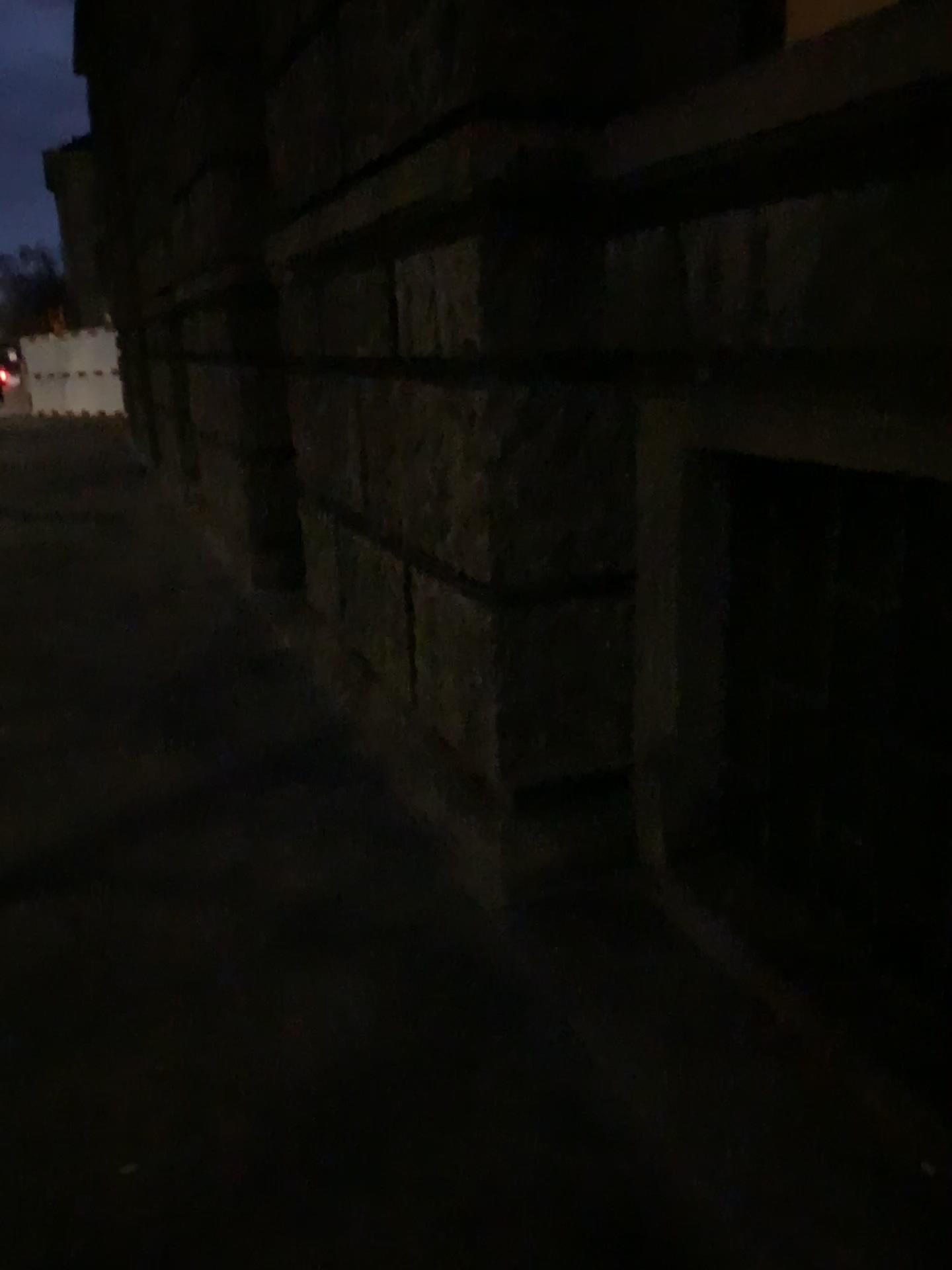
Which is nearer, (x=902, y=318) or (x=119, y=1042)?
(x=902, y=318)
